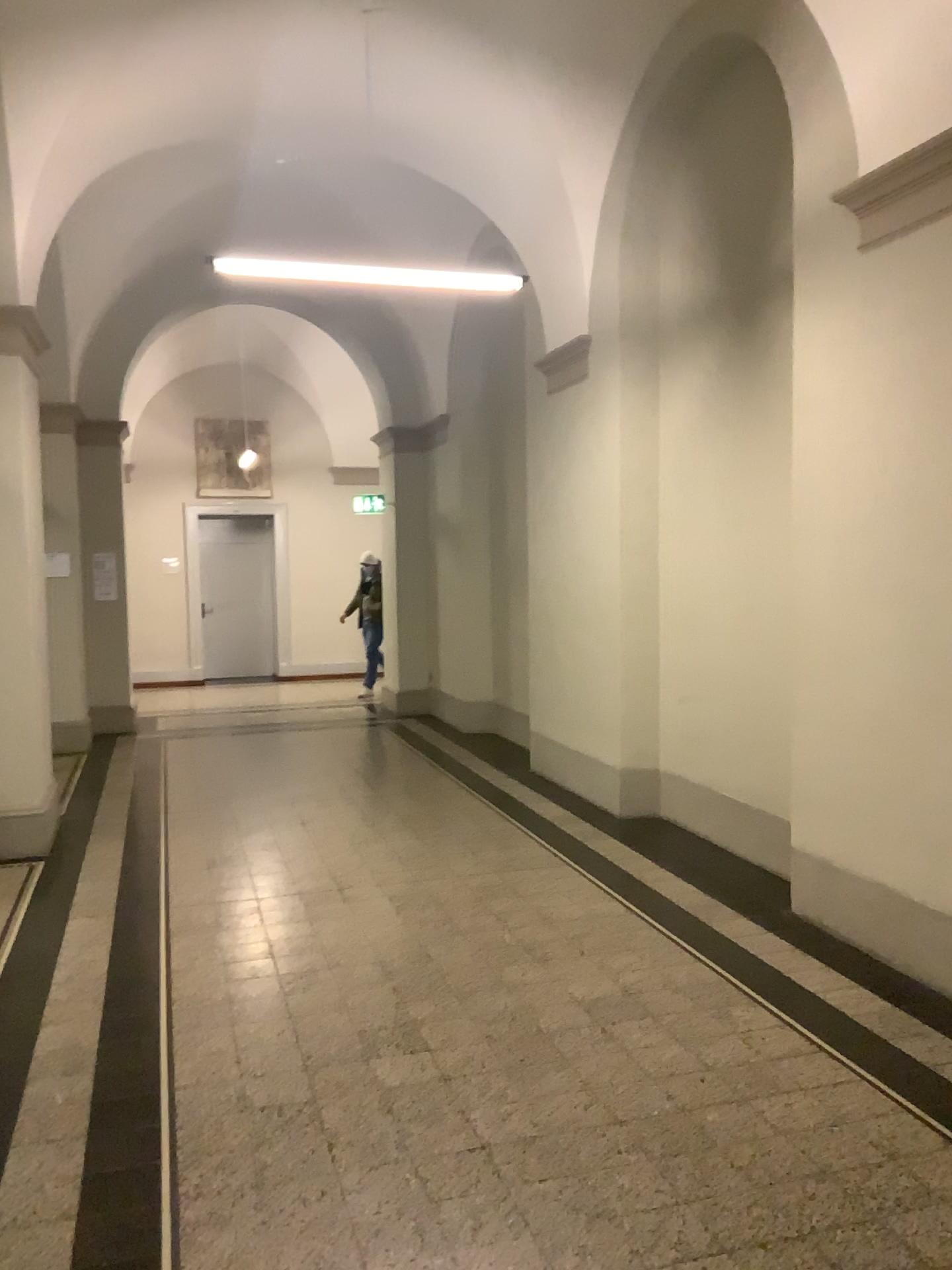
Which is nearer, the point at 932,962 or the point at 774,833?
the point at 932,962

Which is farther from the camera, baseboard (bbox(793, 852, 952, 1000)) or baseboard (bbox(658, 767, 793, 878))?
baseboard (bbox(658, 767, 793, 878))

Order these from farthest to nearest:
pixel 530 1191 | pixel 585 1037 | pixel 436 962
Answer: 1. pixel 436 962
2. pixel 585 1037
3. pixel 530 1191
